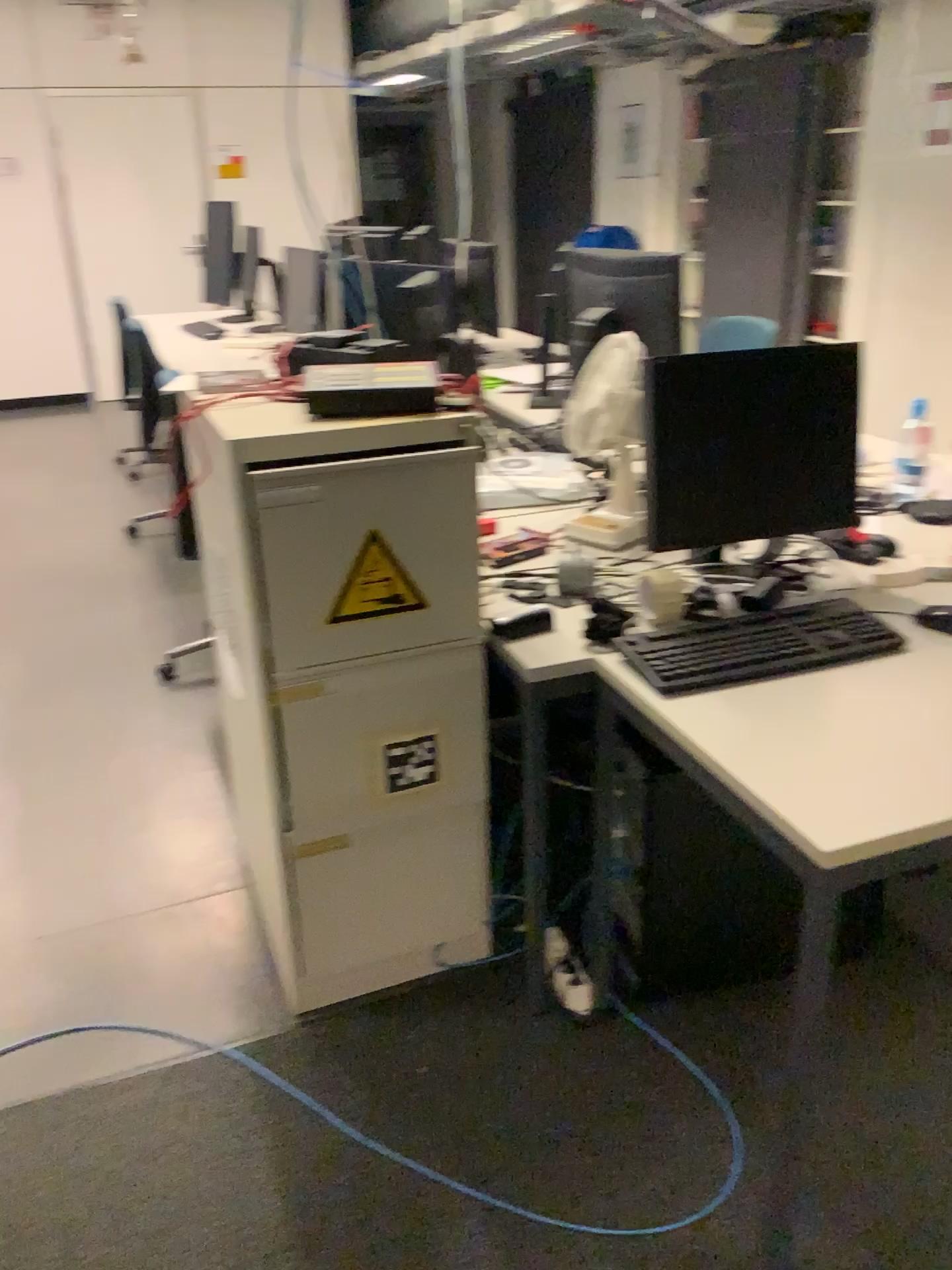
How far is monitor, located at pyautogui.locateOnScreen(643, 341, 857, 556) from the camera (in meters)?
1.90

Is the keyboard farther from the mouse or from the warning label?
the warning label

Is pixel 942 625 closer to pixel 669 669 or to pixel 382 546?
pixel 669 669

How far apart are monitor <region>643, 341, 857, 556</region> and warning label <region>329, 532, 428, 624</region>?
0.5 meters

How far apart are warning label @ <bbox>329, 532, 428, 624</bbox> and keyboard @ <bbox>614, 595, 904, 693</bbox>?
0.35m

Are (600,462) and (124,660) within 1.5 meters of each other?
no

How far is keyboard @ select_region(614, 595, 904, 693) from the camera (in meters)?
1.65

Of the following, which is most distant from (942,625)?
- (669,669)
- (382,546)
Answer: (382,546)

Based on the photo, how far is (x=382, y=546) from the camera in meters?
1.7

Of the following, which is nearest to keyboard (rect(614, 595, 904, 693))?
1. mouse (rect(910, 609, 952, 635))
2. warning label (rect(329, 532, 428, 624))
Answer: mouse (rect(910, 609, 952, 635))
